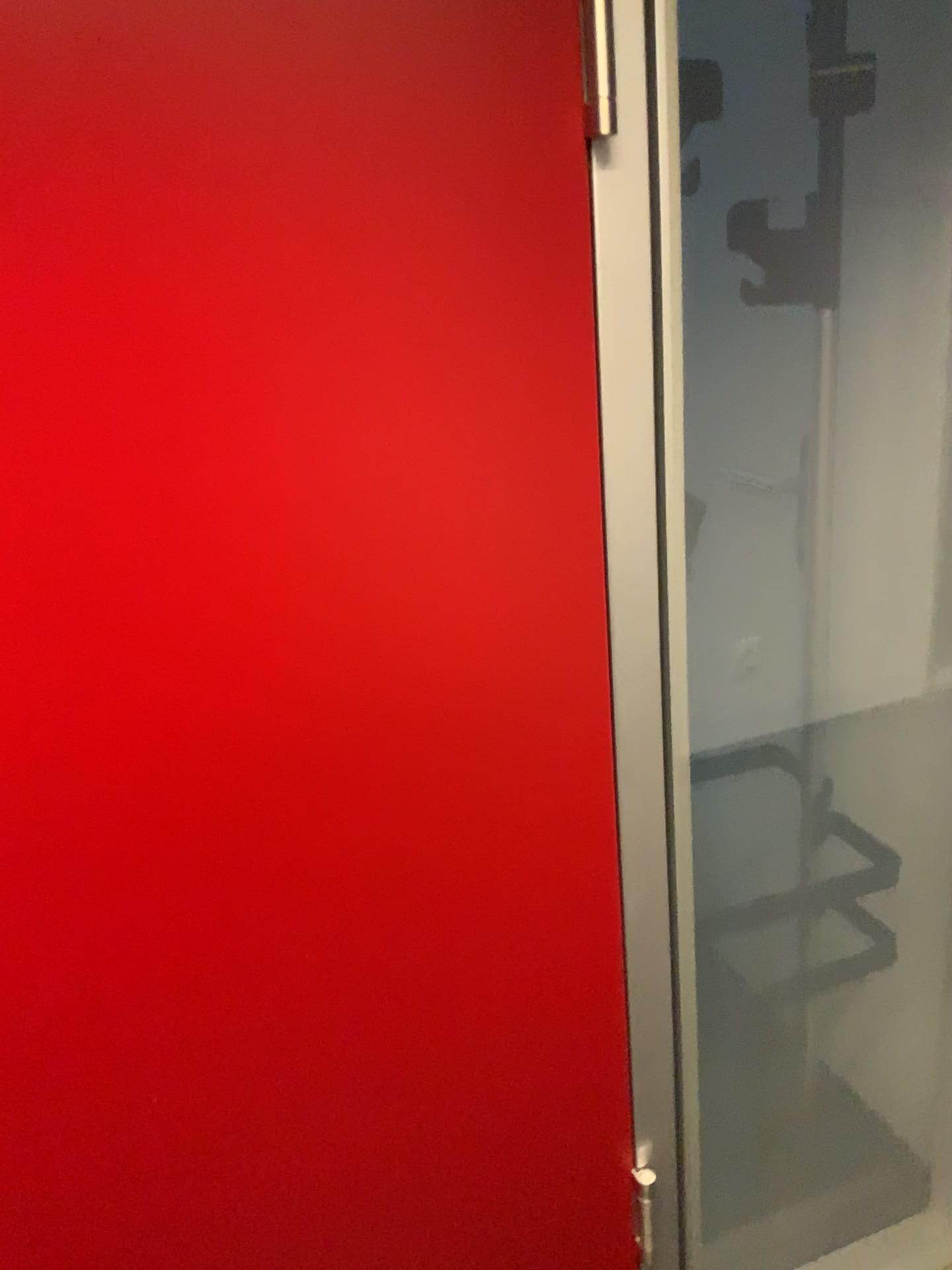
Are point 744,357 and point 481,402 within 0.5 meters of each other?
no

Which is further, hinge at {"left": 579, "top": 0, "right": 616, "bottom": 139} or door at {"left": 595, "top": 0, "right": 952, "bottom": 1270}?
door at {"left": 595, "top": 0, "right": 952, "bottom": 1270}

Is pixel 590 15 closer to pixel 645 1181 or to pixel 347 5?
pixel 347 5

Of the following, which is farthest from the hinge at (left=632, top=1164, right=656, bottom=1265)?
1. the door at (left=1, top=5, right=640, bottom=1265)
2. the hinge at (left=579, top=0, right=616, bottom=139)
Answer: the hinge at (left=579, top=0, right=616, bottom=139)

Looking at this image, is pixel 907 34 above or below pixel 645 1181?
above

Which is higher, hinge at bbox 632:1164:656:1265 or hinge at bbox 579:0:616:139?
hinge at bbox 579:0:616:139

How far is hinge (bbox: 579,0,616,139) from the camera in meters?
0.8 m

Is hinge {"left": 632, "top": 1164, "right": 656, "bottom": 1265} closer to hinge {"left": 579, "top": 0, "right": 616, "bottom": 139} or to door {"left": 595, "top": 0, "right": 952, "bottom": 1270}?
door {"left": 595, "top": 0, "right": 952, "bottom": 1270}

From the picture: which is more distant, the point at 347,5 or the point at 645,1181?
the point at 645,1181

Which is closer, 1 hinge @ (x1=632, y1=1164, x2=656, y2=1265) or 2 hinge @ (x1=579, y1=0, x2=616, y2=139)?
2 hinge @ (x1=579, y1=0, x2=616, y2=139)
